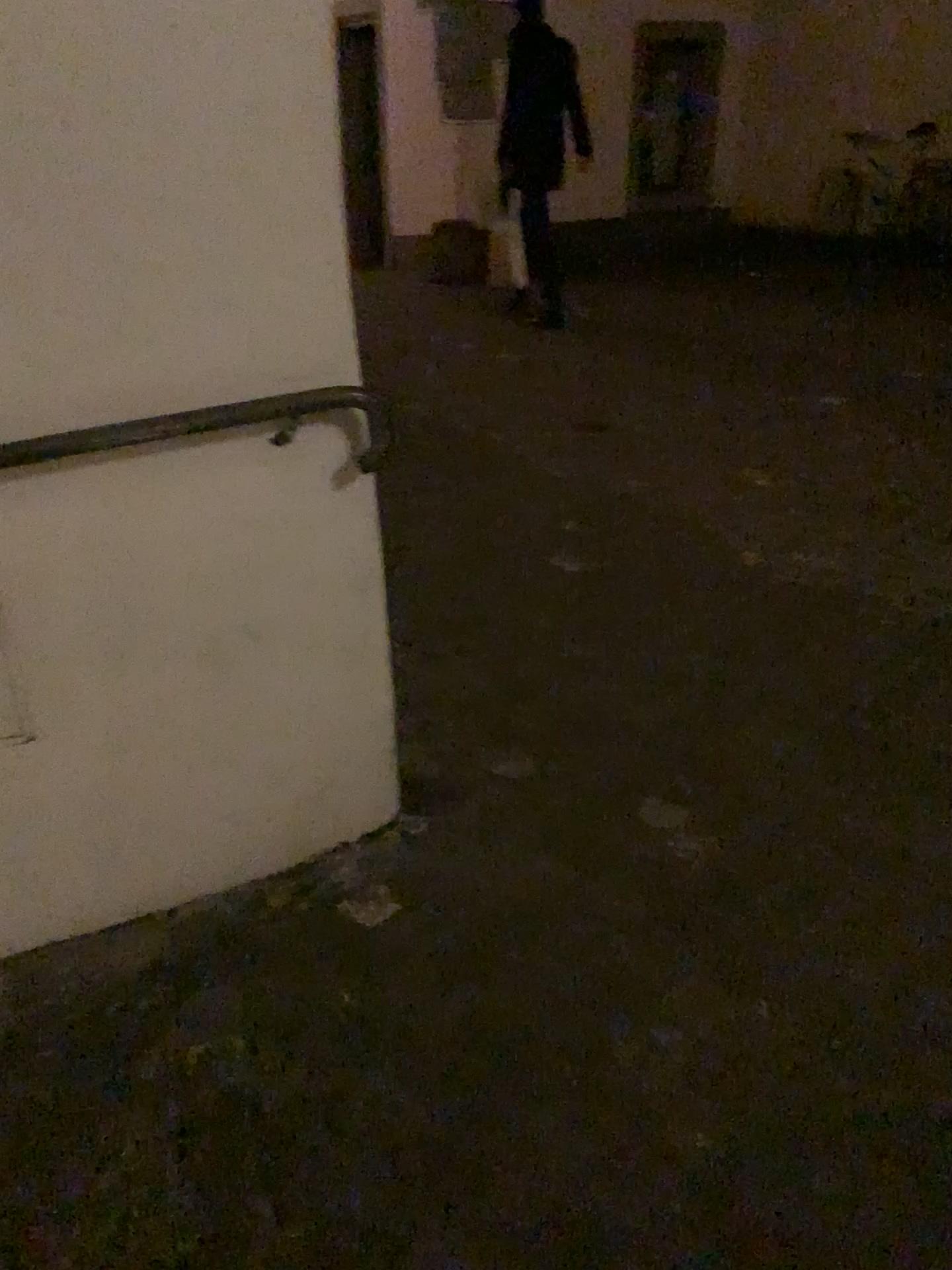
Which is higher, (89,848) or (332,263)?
(332,263)

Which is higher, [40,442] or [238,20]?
[238,20]
